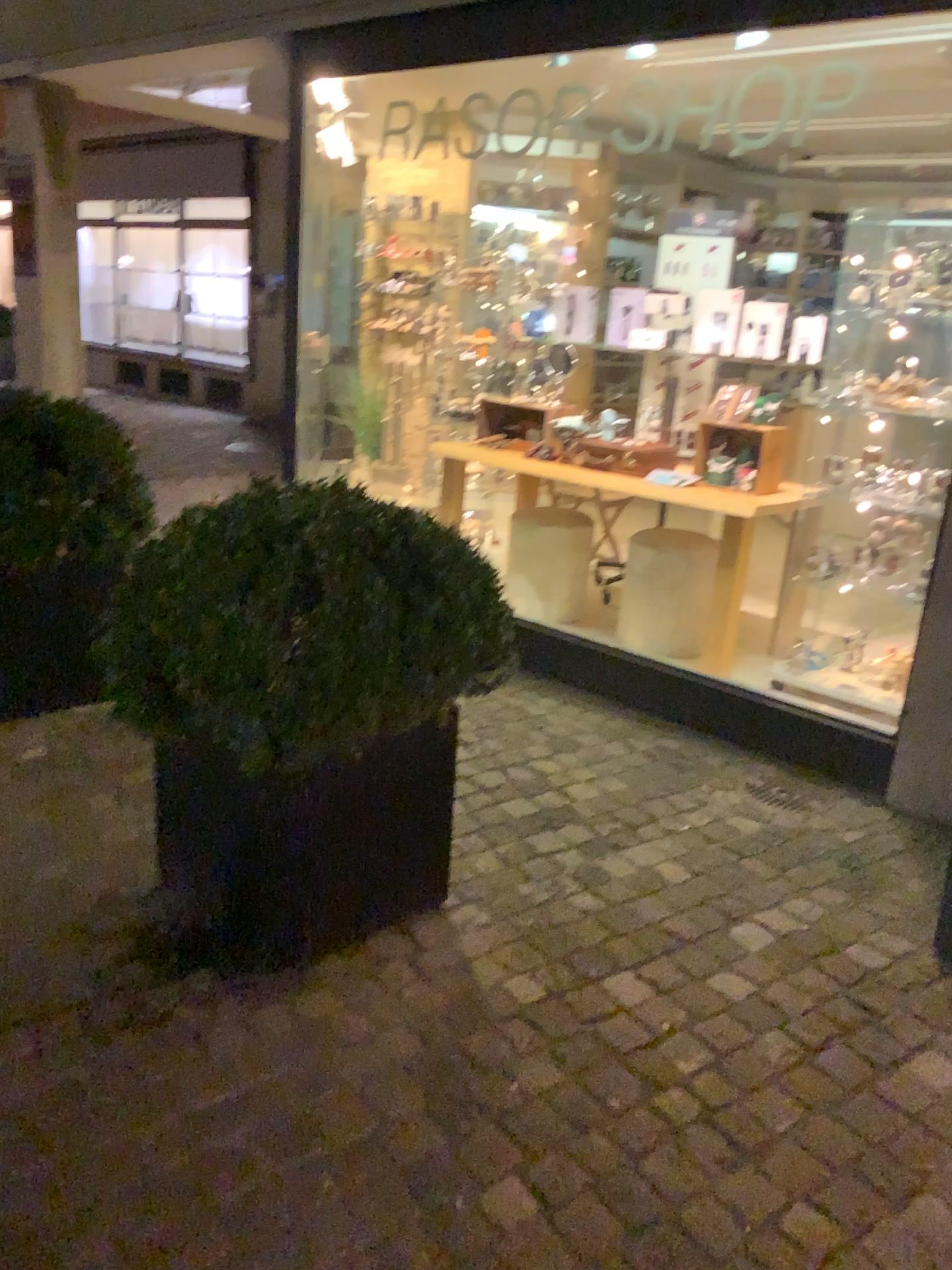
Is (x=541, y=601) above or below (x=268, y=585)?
below

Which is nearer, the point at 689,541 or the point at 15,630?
the point at 15,630

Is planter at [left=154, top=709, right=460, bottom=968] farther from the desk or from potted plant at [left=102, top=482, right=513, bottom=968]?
the desk

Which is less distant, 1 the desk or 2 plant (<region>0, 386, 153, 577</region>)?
2 plant (<region>0, 386, 153, 577</region>)

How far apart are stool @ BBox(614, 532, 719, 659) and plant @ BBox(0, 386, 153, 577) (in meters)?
2.15

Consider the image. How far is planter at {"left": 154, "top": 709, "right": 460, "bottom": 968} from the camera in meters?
2.2

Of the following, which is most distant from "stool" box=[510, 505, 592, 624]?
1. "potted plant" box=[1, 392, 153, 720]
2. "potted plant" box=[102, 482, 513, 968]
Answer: "potted plant" box=[102, 482, 513, 968]

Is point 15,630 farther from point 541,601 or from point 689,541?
point 689,541

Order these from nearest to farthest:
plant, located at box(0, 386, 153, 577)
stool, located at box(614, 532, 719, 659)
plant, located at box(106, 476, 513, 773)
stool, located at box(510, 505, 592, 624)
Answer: plant, located at box(106, 476, 513, 773) → plant, located at box(0, 386, 153, 577) → stool, located at box(614, 532, 719, 659) → stool, located at box(510, 505, 592, 624)

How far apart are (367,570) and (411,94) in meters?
2.8 m
